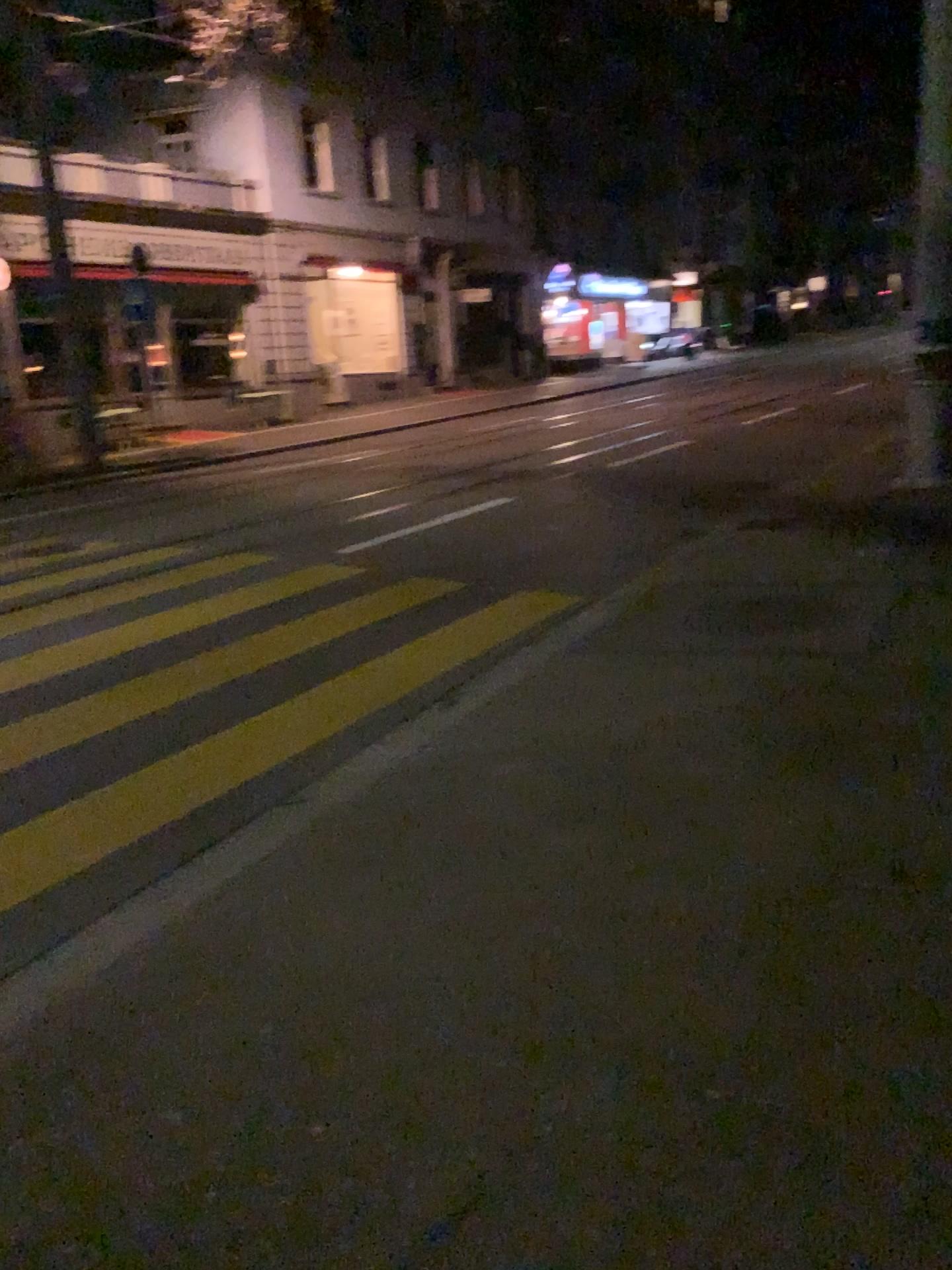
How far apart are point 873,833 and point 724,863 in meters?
0.5
